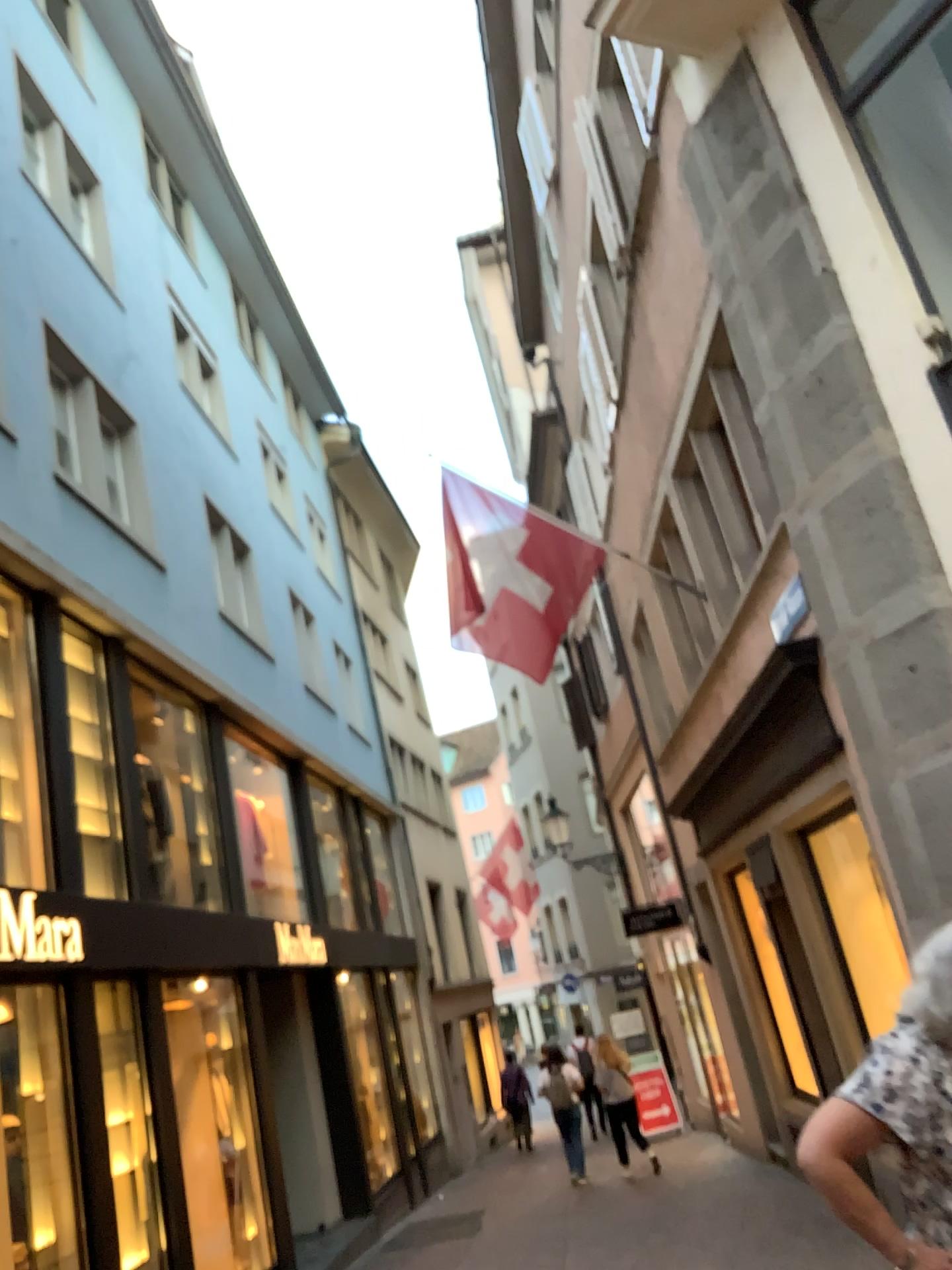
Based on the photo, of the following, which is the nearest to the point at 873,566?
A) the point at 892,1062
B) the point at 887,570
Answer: the point at 887,570
